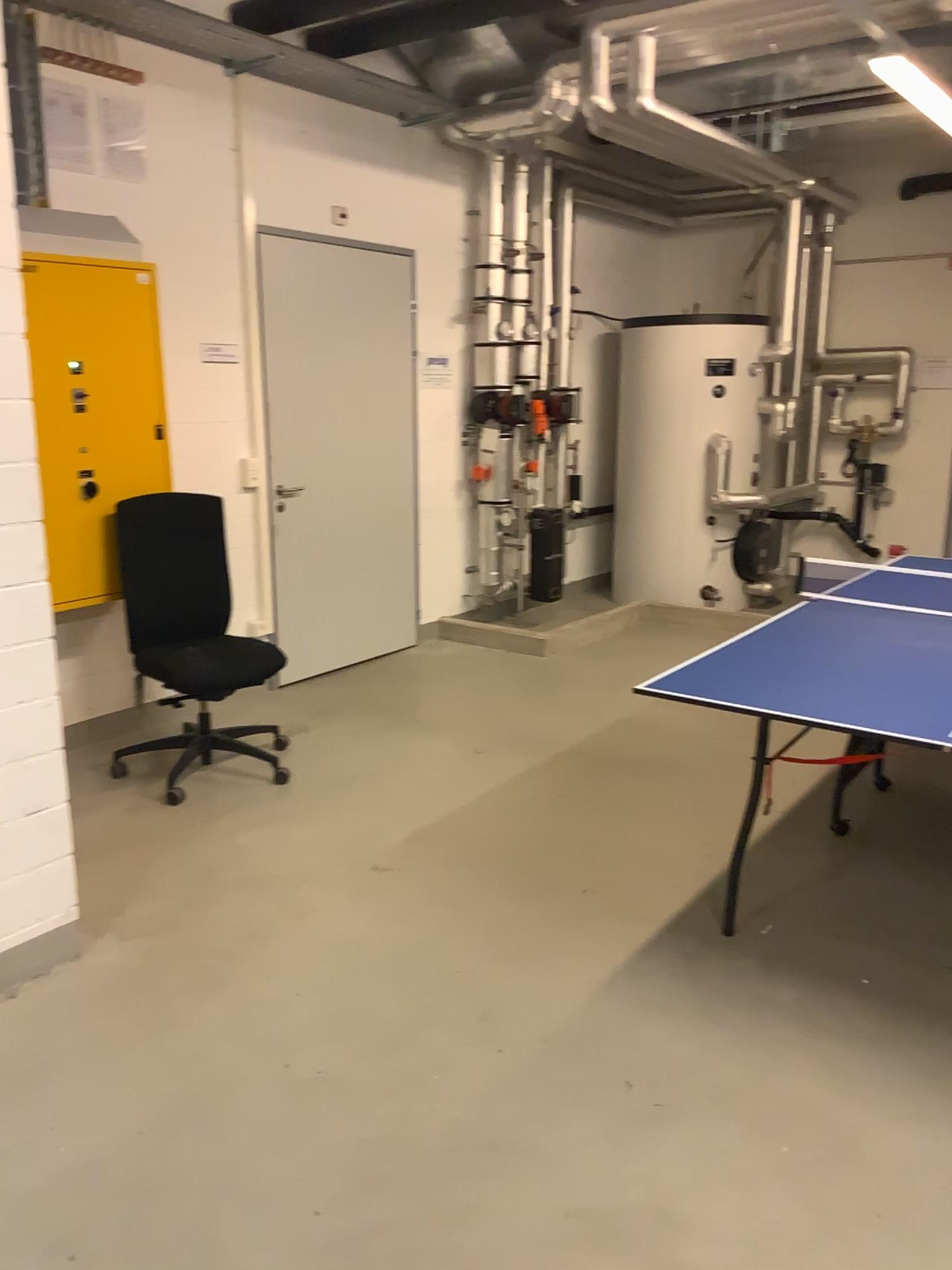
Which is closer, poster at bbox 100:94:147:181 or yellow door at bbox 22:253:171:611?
yellow door at bbox 22:253:171:611

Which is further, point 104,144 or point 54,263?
point 104,144

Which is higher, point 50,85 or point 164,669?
point 50,85

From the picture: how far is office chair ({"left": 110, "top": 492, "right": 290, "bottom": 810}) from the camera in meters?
Answer: 4.0

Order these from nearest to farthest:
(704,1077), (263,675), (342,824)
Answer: (704,1077)
(342,824)
(263,675)

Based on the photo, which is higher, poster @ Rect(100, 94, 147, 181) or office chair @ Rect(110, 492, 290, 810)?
poster @ Rect(100, 94, 147, 181)

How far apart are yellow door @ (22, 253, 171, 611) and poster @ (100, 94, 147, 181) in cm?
44

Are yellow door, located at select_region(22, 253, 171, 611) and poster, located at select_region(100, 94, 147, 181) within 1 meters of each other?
yes

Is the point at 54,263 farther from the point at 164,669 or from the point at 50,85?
the point at 164,669

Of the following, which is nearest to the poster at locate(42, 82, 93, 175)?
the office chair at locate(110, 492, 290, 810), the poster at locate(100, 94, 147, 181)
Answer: the poster at locate(100, 94, 147, 181)
